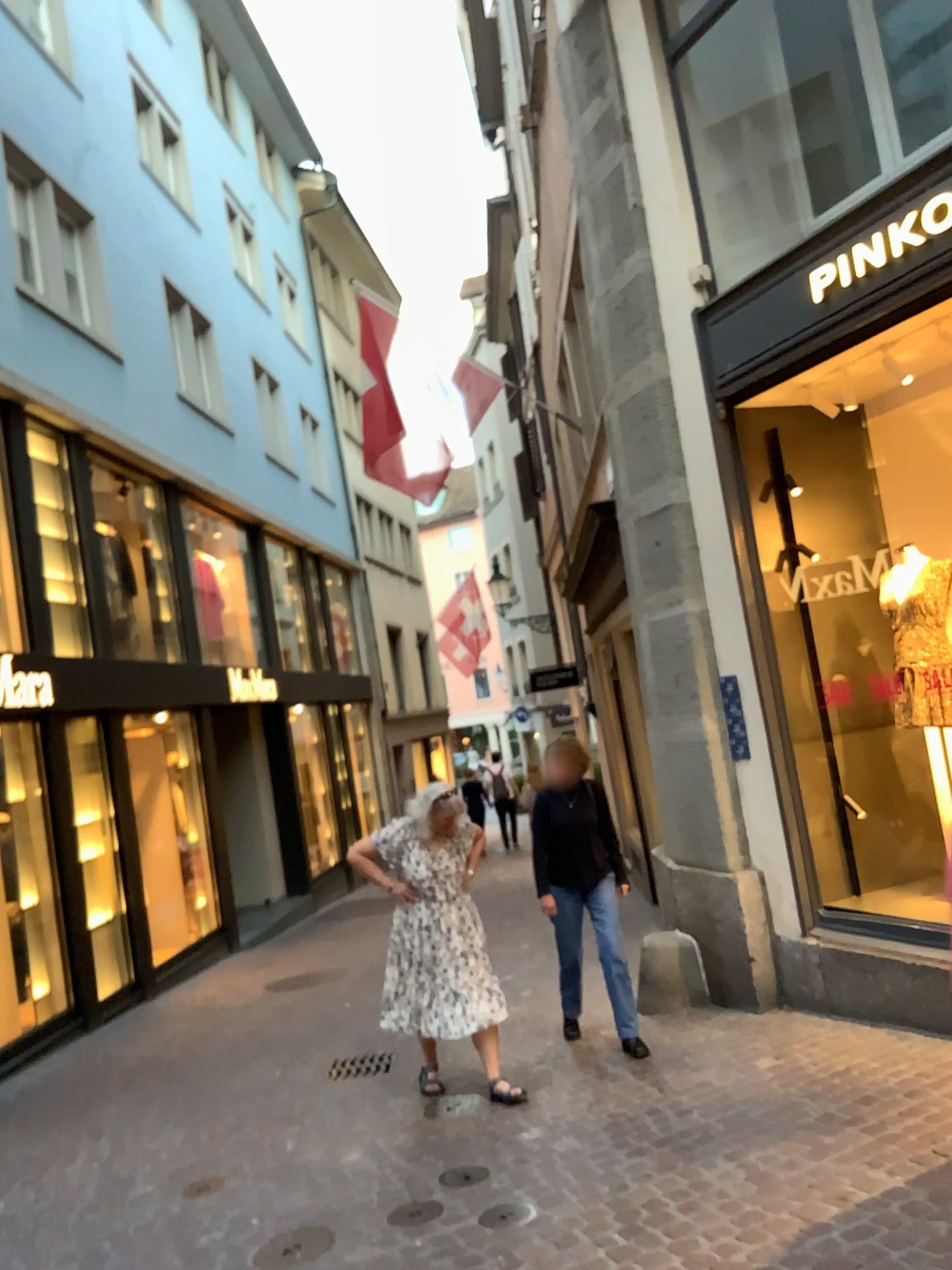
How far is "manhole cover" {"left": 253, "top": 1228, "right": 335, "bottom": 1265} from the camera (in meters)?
3.62

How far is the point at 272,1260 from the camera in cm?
362

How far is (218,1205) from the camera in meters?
4.1 m
